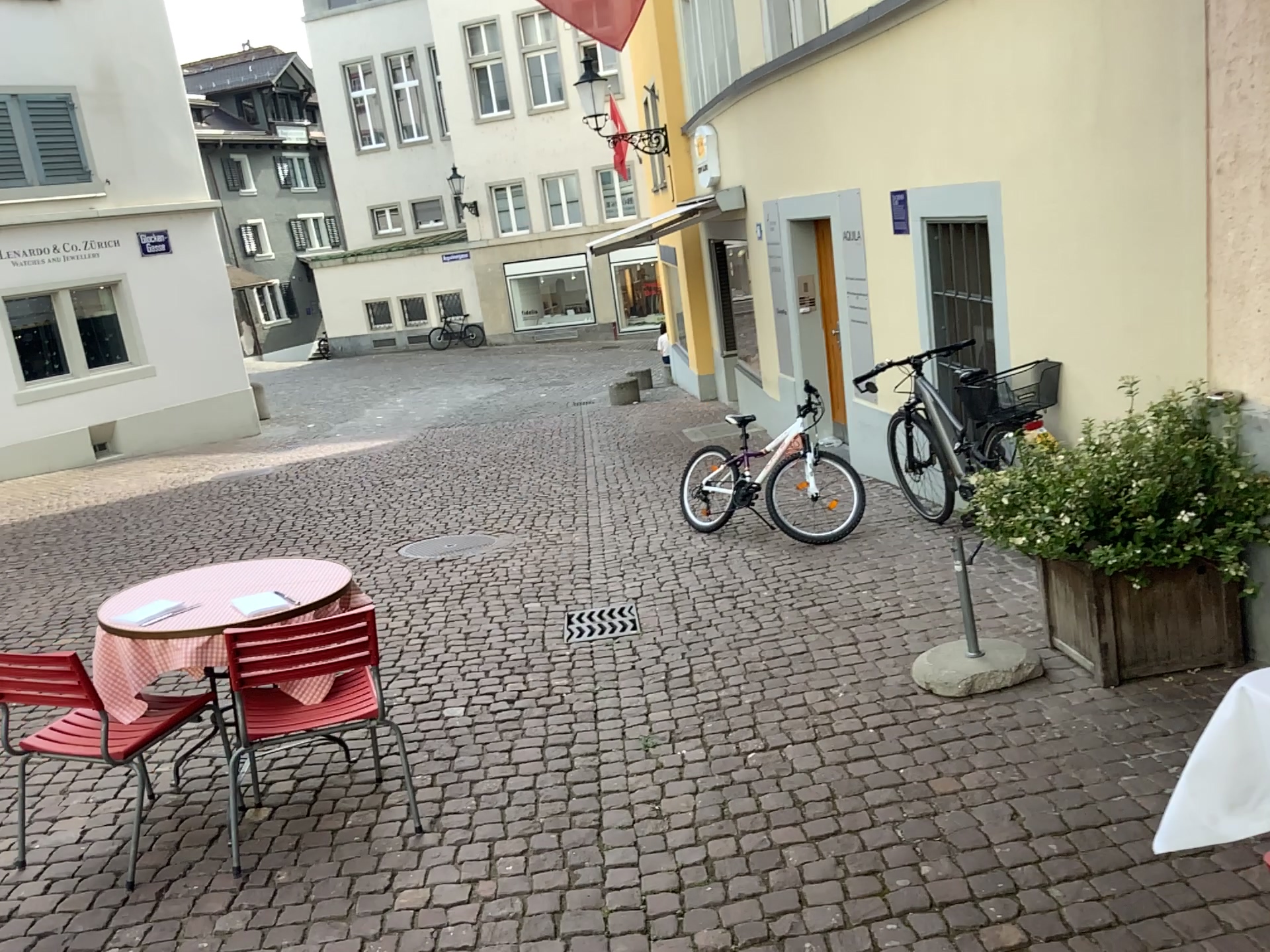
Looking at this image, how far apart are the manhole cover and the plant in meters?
1.9 m

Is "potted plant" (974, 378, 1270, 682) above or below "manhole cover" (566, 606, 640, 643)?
above

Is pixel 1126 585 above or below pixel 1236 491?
below

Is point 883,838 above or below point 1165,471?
below

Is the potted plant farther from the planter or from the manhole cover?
the manhole cover

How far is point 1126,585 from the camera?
3.61m

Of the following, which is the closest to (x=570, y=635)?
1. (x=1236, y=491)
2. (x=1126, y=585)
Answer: (x=1126, y=585)

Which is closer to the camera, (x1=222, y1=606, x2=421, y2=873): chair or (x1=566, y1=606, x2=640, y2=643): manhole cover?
(x1=222, y1=606, x2=421, y2=873): chair

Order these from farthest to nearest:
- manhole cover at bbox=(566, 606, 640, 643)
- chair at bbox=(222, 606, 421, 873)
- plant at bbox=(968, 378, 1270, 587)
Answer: manhole cover at bbox=(566, 606, 640, 643) → plant at bbox=(968, 378, 1270, 587) → chair at bbox=(222, 606, 421, 873)

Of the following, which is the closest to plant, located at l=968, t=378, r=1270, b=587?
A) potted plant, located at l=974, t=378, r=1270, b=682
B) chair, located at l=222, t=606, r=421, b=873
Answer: potted plant, located at l=974, t=378, r=1270, b=682
